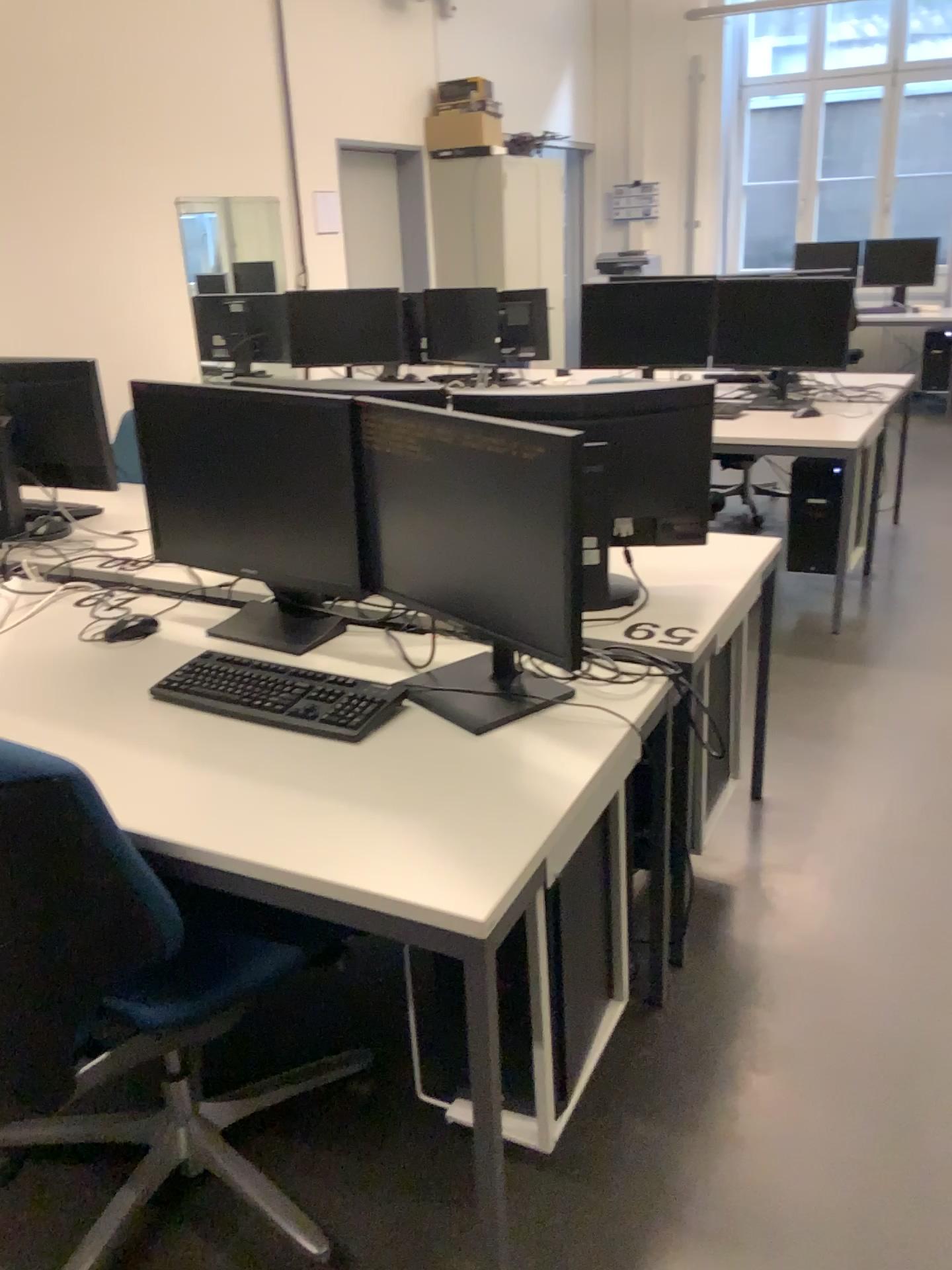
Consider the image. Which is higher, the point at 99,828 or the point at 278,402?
the point at 278,402

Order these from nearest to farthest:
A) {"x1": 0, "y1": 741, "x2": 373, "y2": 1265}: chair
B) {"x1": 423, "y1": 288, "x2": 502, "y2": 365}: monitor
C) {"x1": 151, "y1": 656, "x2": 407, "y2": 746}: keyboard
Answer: {"x1": 0, "y1": 741, "x2": 373, "y2": 1265}: chair
{"x1": 151, "y1": 656, "x2": 407, "y2": 746}: keyboard
{"x1": 423, "y1": 288, "x2": 502, "y2": 365}: monitor

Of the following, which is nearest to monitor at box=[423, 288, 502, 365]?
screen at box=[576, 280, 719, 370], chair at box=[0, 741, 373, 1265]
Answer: screen at box=[576, 280, 719, 370]

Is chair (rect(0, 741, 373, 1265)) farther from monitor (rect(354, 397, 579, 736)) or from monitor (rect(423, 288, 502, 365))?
monitor (rect(423, 288, 502, 365))

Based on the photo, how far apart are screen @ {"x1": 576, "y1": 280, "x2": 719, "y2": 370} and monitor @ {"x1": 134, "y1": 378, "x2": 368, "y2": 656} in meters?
2.8 m

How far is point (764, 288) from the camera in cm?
429

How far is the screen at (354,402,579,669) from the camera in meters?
1.6

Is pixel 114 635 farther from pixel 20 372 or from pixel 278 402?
pixel 20 372

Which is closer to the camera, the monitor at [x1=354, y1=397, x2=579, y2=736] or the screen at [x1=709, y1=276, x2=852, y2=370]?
the monitor at [x1=354, y1=397, x2=579, y2=736]

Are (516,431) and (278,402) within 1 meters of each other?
yes
